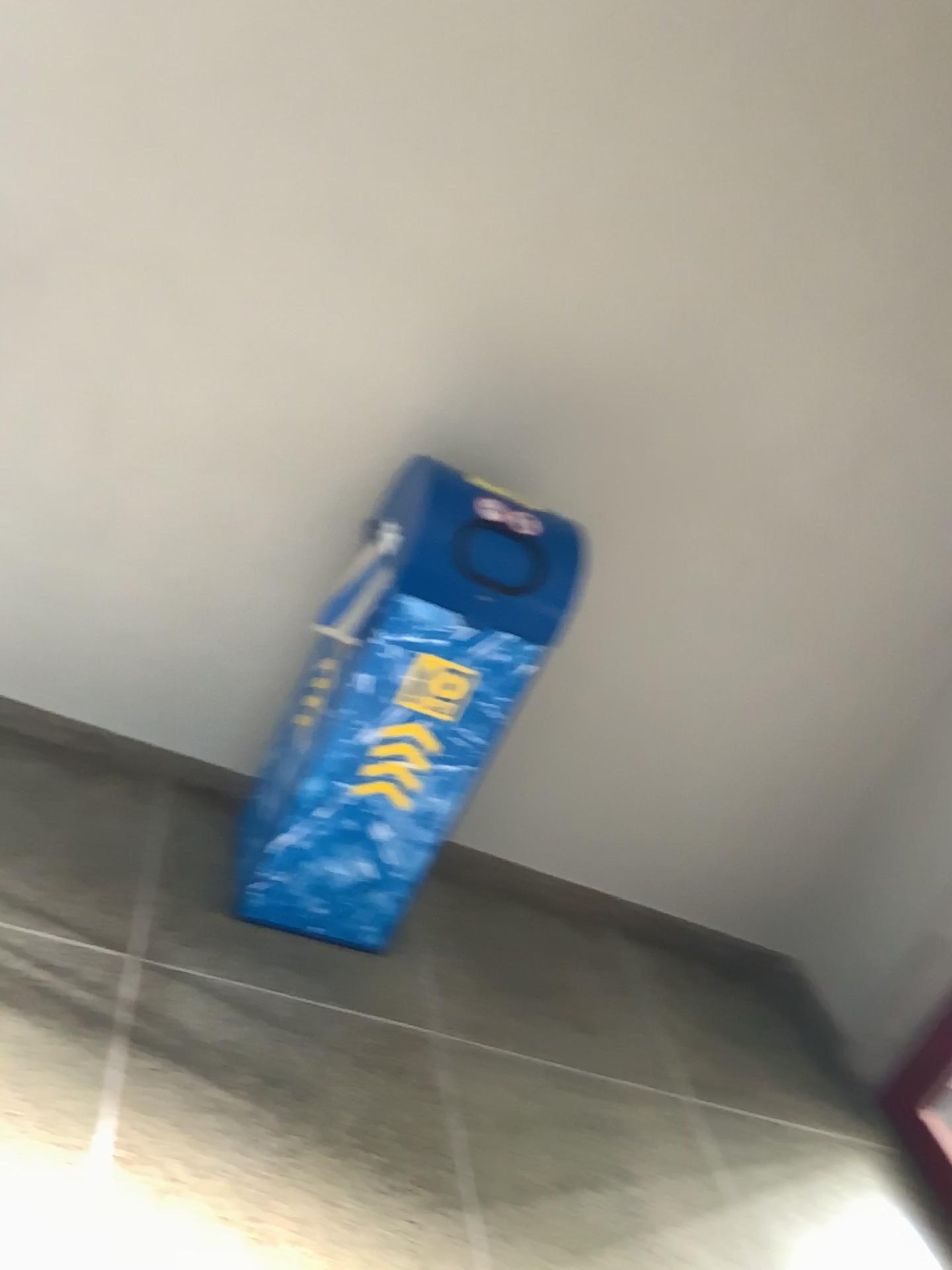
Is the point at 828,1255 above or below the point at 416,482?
below

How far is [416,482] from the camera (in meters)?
2.14

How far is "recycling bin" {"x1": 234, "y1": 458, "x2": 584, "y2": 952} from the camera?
2.1m

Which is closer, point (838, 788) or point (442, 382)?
point (442, 382)
